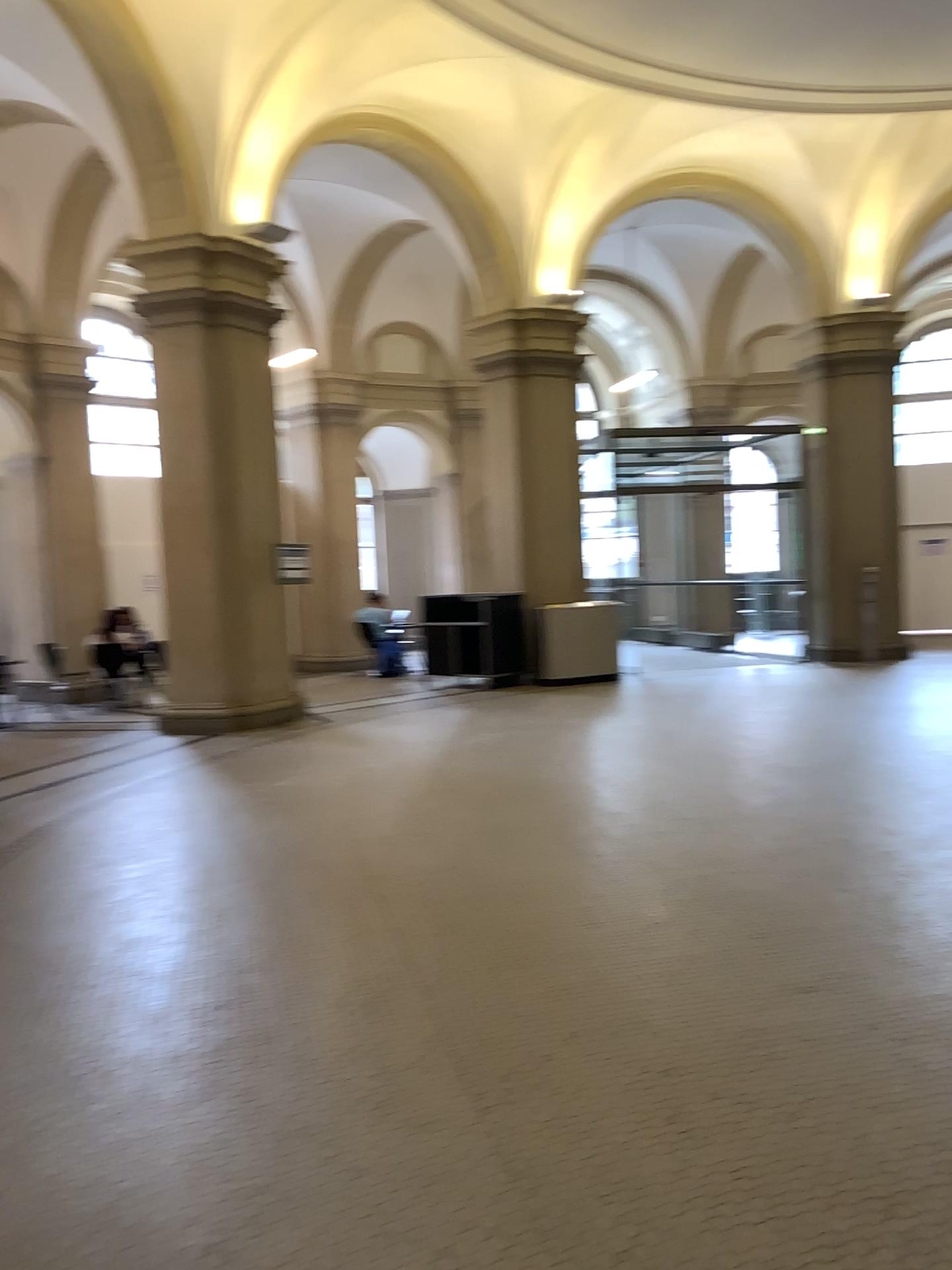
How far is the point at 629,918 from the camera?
4.21m
